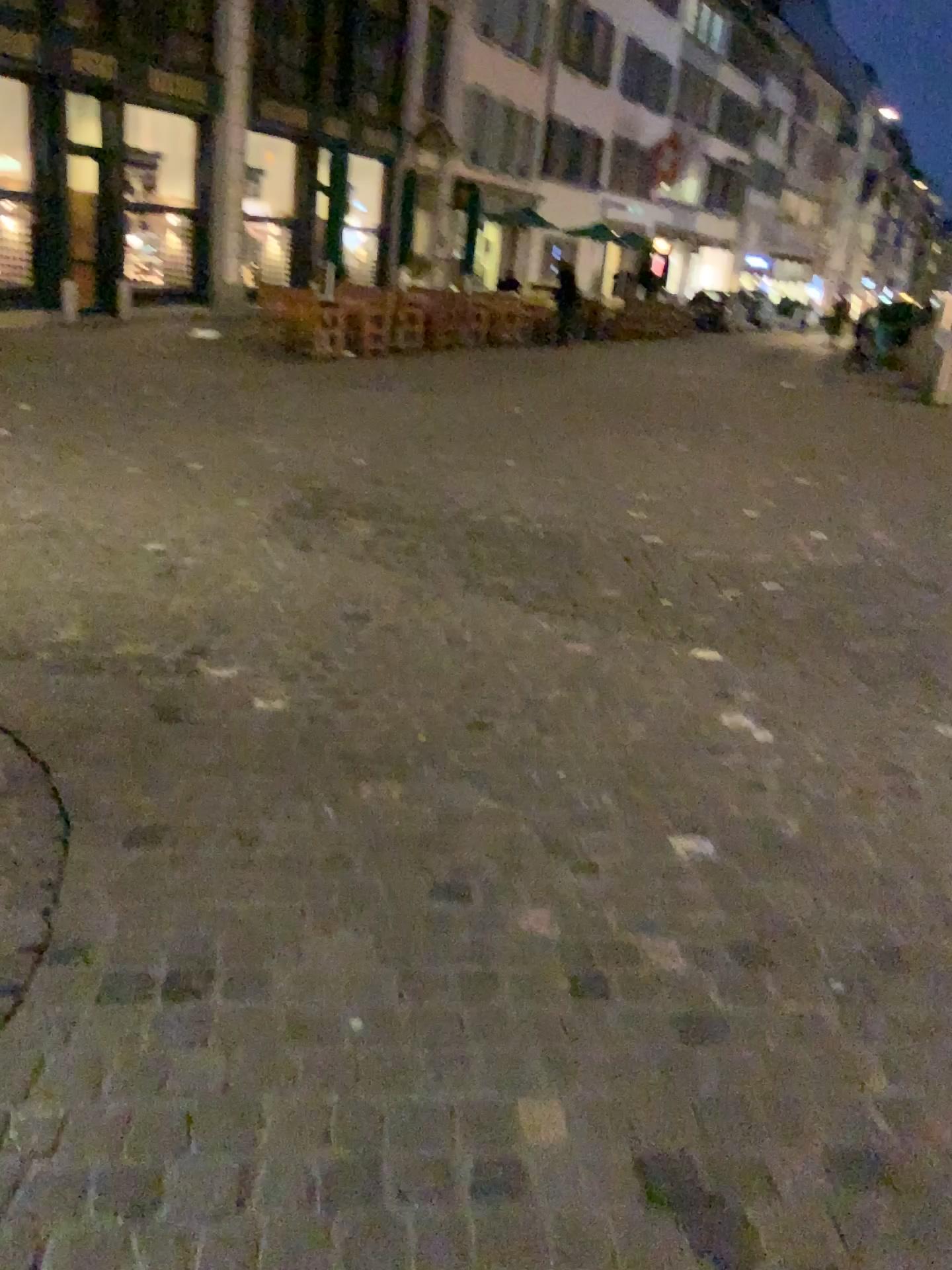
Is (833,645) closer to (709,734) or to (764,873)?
(709,734)
